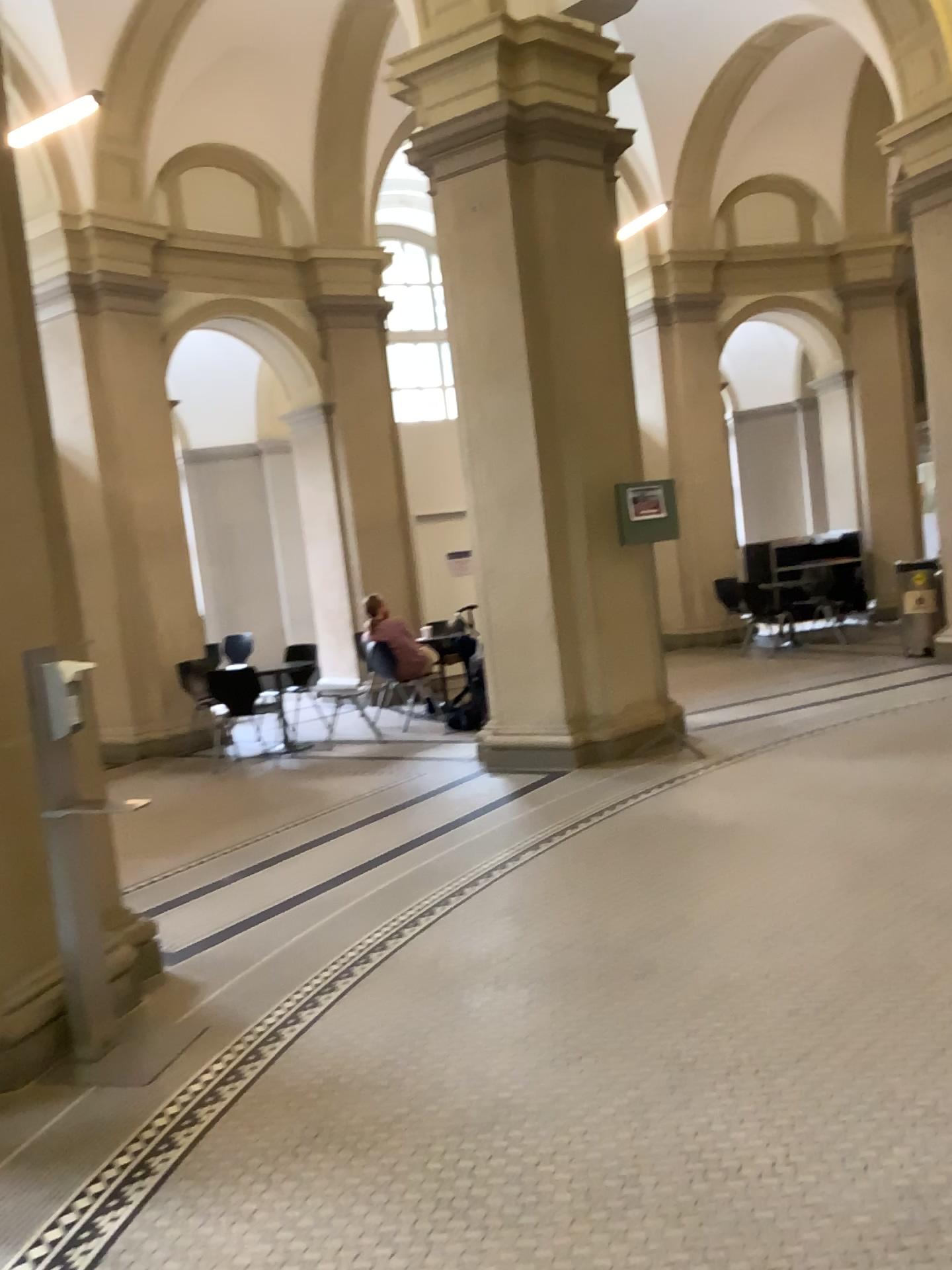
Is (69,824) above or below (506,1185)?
above
